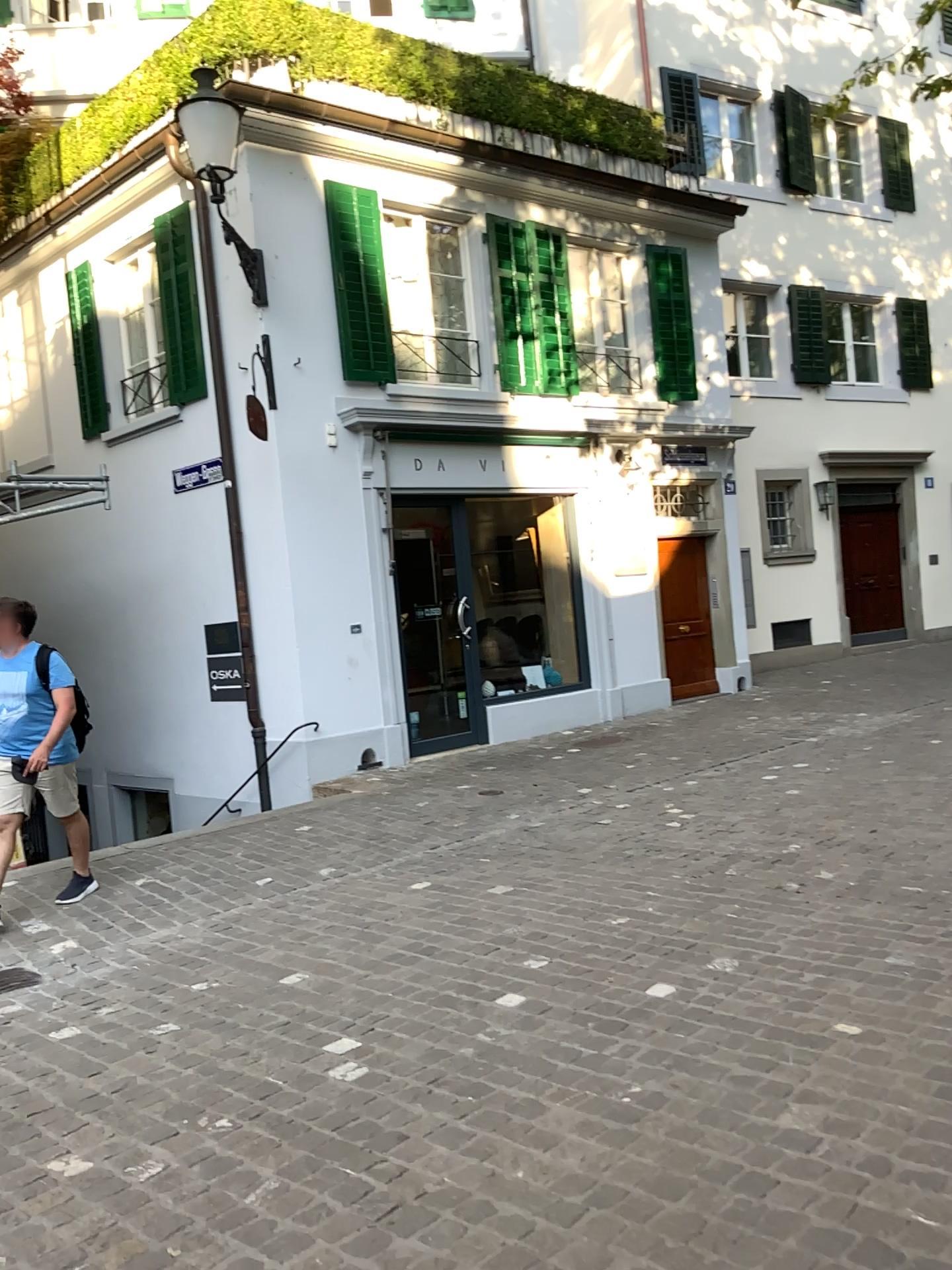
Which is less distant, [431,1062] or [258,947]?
[431,1062]
